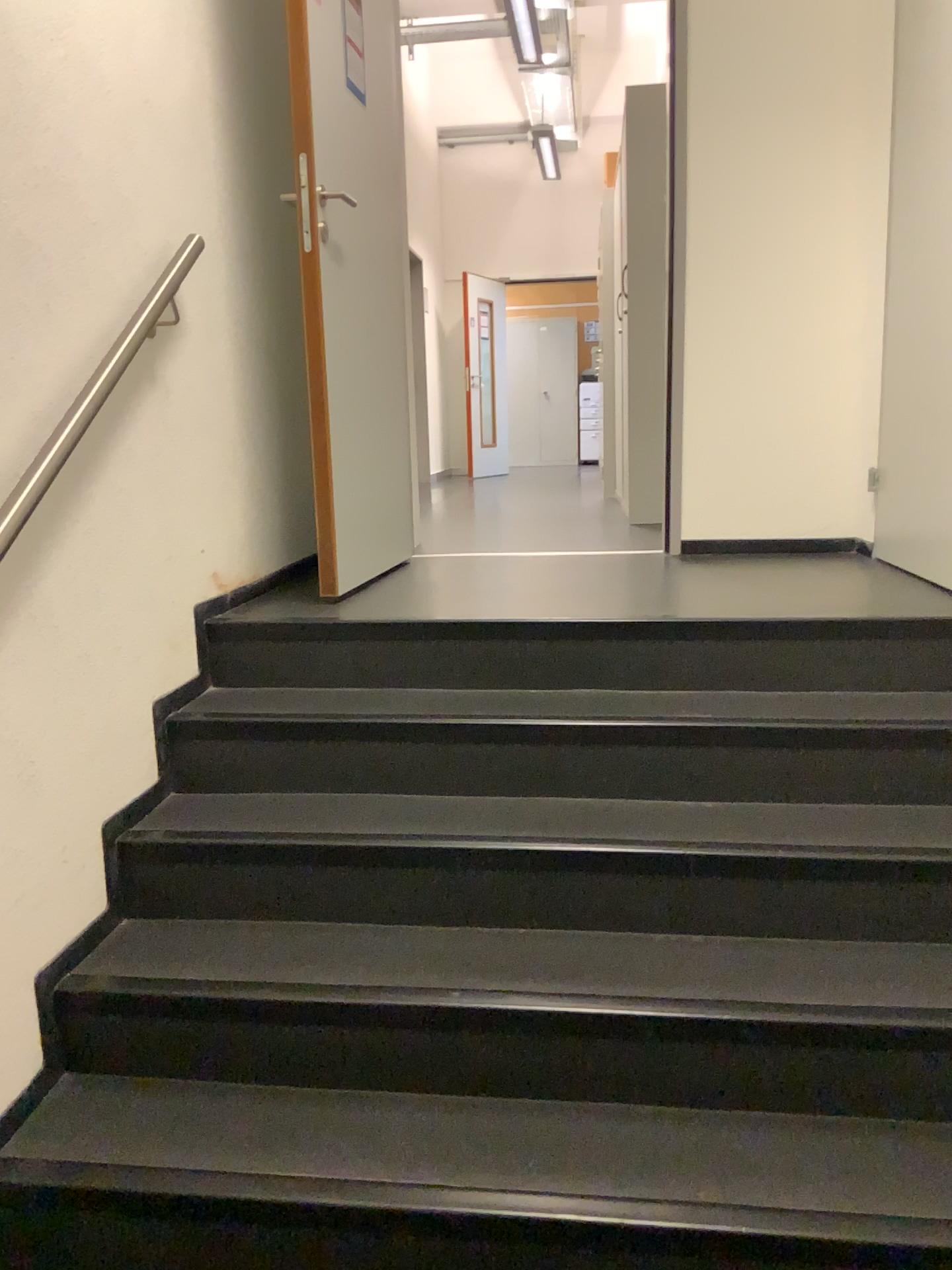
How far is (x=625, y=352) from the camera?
5.0m

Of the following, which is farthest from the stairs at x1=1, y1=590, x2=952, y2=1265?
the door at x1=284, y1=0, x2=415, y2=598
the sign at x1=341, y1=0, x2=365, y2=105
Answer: the sign at x1=341, y1=0, x2=365, y2=105

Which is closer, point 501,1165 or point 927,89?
point 501,1165

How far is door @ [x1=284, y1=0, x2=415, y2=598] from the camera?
2.9 meters

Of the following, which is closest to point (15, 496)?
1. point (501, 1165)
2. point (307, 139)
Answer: point (501, 1165)

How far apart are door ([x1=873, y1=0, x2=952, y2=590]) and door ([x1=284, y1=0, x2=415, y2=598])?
1.40m

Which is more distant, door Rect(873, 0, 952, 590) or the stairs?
door Rect(873, 0, 952, 590)

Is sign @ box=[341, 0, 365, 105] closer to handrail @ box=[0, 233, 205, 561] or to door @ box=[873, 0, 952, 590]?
handrail @ box=[0, 233, 205, 561]

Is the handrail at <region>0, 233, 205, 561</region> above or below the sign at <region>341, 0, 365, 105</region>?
below

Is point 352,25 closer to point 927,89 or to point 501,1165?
point 927,89
